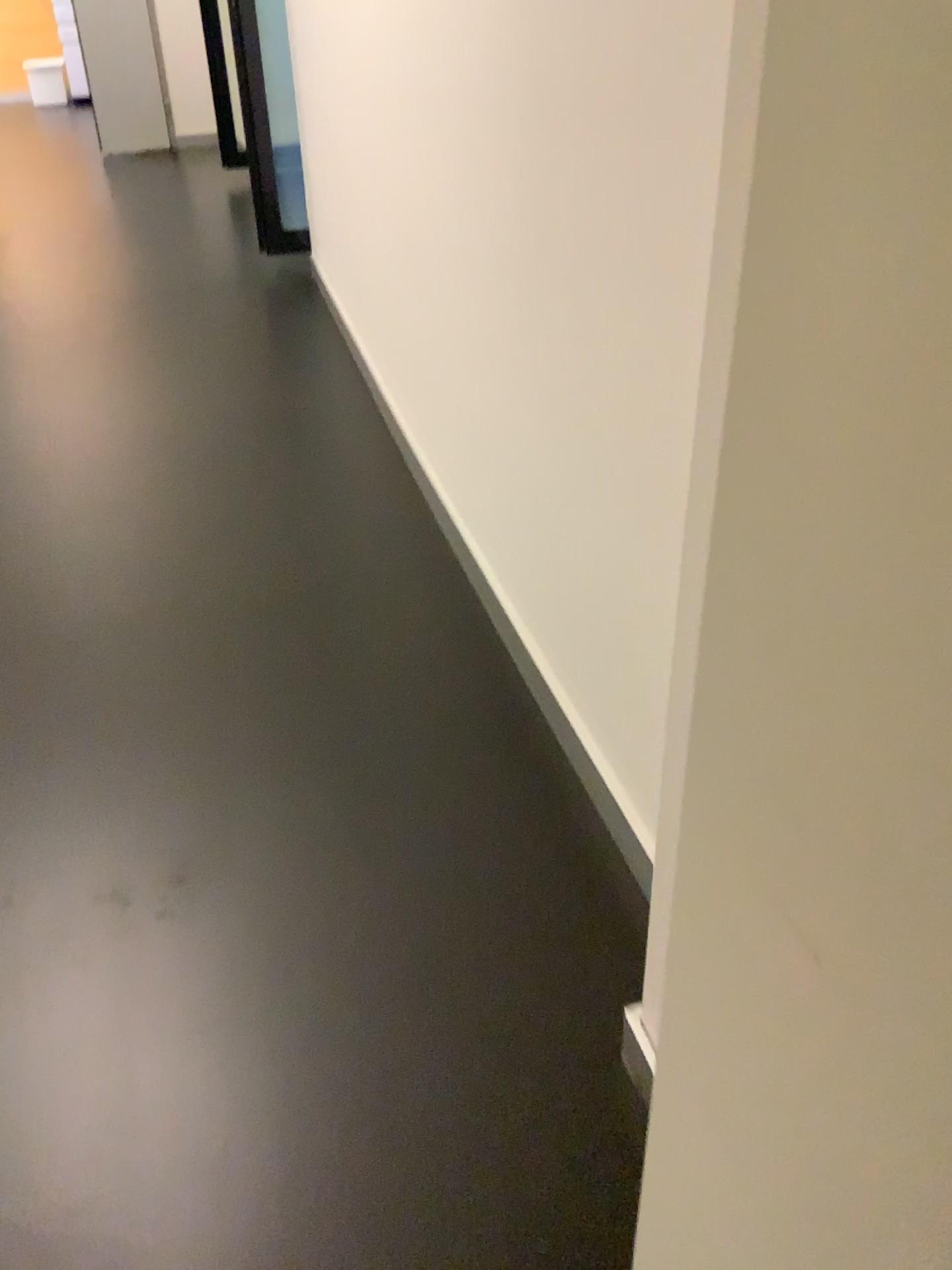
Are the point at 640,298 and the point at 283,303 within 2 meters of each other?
no
